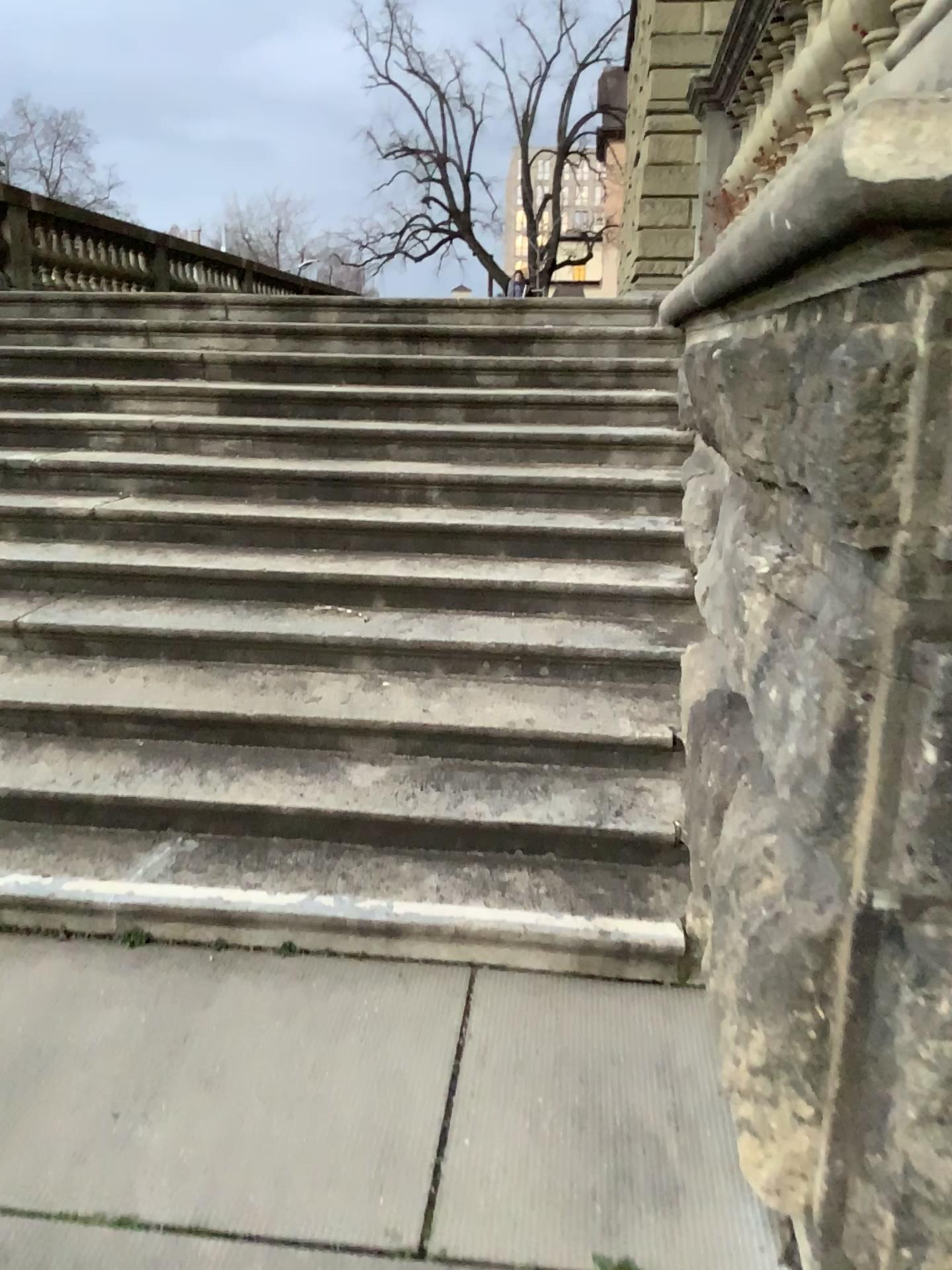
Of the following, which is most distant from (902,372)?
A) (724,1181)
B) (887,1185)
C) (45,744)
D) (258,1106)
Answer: (45,744)
